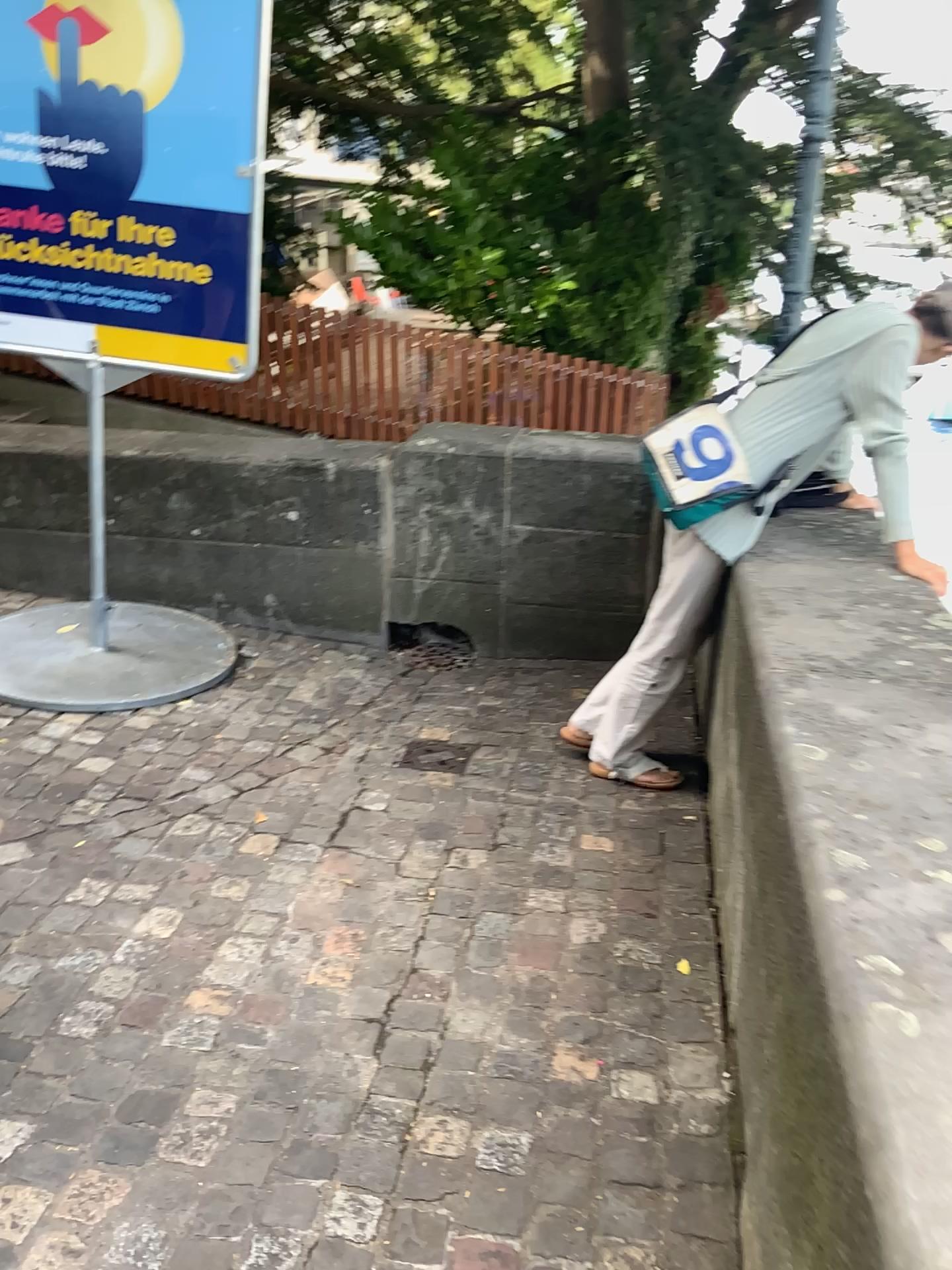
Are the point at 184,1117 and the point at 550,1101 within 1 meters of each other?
yes

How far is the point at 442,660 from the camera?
4.05m

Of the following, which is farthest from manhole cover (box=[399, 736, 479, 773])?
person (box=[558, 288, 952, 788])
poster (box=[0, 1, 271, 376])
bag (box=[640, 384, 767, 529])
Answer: poster (box=[0, 1, 271, 376])

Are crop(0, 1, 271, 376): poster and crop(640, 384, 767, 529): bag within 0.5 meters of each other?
no

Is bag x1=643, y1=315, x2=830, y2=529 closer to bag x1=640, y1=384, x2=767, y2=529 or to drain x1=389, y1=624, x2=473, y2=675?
bag x1=640, y1=384, x2=767, y2=529

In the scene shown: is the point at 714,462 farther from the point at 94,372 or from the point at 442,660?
the point at 94,372

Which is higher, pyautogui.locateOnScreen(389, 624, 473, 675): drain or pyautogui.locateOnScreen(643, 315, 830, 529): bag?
pyautogui.locateOnScreen(643, 315, 830, 529): bag

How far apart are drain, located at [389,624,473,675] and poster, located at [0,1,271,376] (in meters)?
1.25

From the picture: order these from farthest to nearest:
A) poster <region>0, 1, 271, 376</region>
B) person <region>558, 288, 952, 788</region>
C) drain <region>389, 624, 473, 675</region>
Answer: drain <region>389, 624, 473, 675</region>
poster <region>0, 1, 271, 376</region>
person <region>558, 288, 952, 788</region>

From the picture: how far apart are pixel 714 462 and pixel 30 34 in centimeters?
240cm
